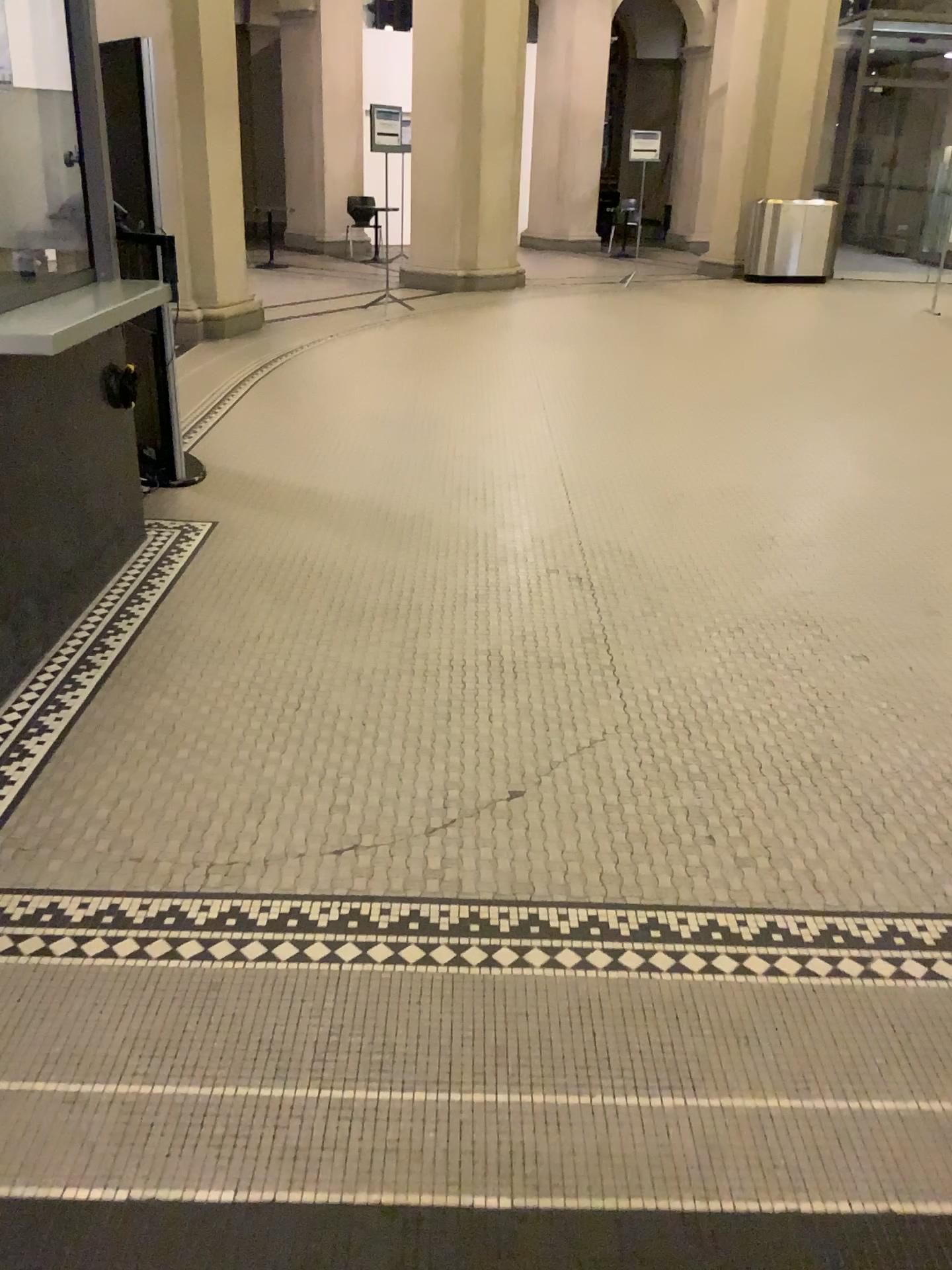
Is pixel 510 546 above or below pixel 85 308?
below
